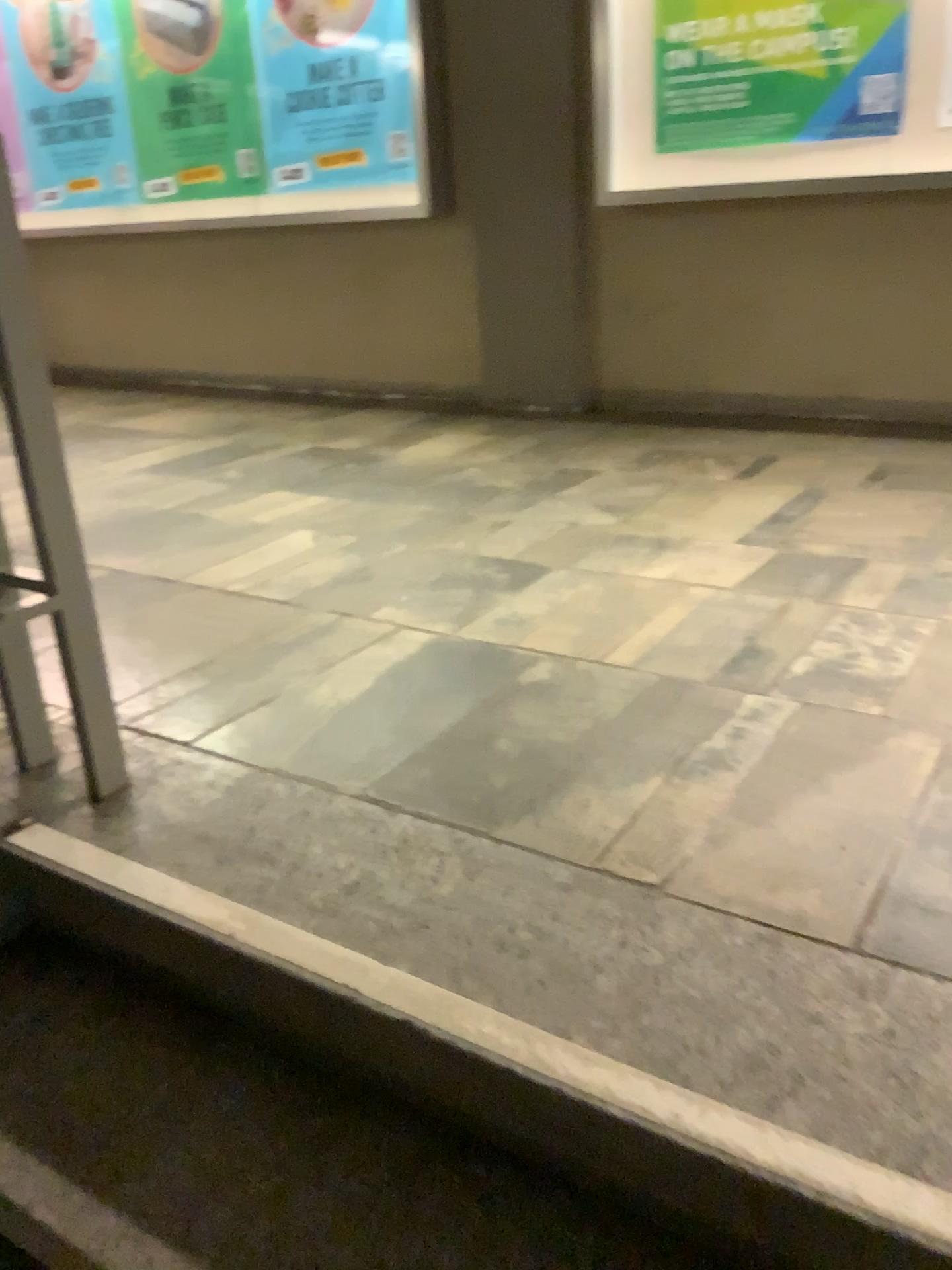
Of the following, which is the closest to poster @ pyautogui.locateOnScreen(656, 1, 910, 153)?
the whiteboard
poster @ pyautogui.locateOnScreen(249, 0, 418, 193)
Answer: the whiteboard

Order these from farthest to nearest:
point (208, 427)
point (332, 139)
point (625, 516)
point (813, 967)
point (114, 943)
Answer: point (332, 139), point (208, 427), point (625, 516), point (114, 943), point (813, 967)

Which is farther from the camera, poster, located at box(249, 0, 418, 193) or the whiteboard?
poster, located at box(249, 0, 418, 193)

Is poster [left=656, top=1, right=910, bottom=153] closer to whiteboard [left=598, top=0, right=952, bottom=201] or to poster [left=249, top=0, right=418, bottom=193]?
whiteboard [left=598, top=0, right=952, bottom=201]

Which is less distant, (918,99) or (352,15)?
(918,99)

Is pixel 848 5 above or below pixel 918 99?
above

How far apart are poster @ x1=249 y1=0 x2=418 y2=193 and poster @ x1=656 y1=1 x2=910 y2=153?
1.1m

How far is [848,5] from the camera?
3.31m

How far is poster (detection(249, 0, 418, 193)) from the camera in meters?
4.3 m

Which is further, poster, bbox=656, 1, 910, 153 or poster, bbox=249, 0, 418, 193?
poster, bbox=249, 0, 418, 193
